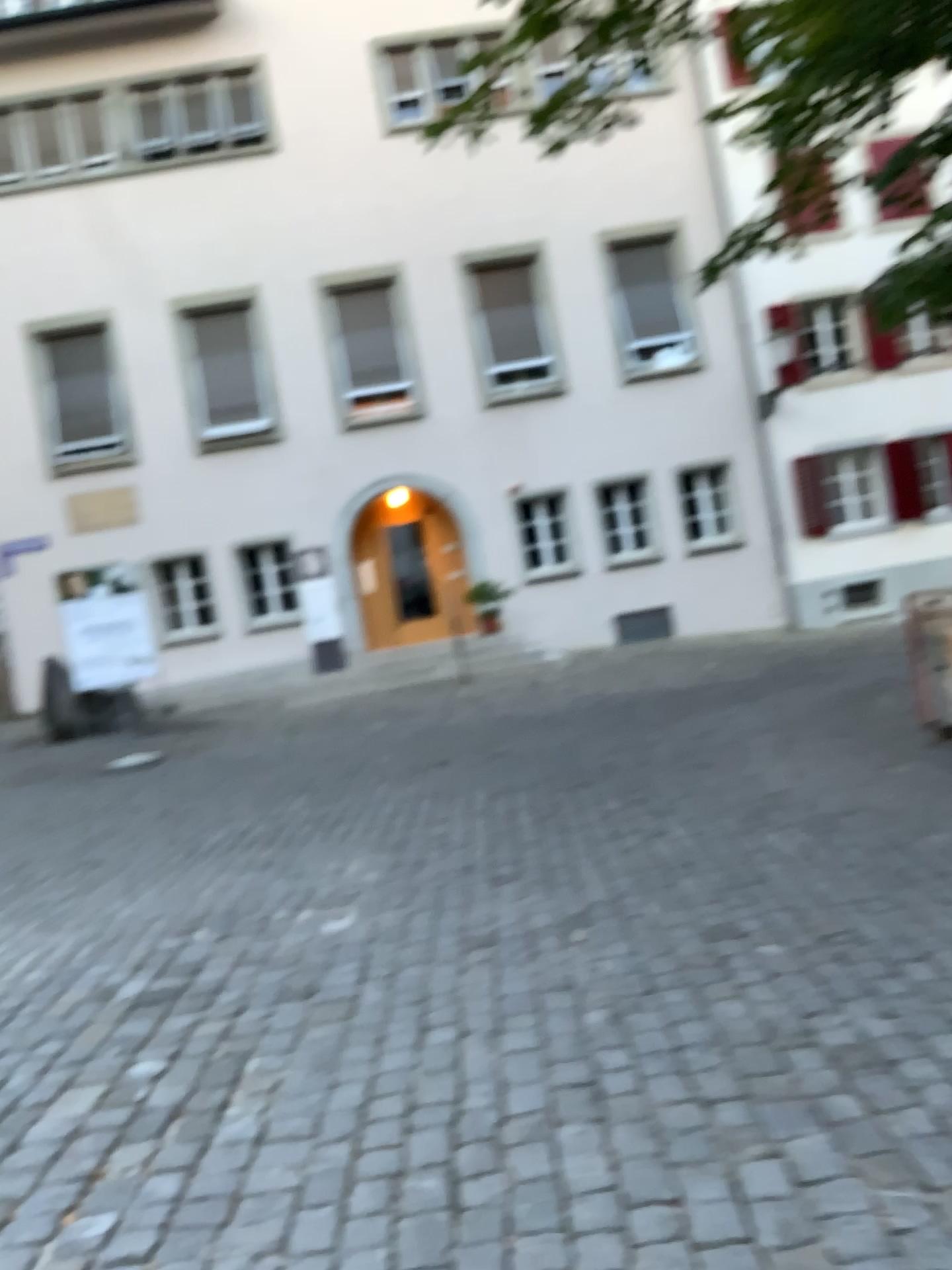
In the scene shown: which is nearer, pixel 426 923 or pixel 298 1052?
pixel 298 1052
